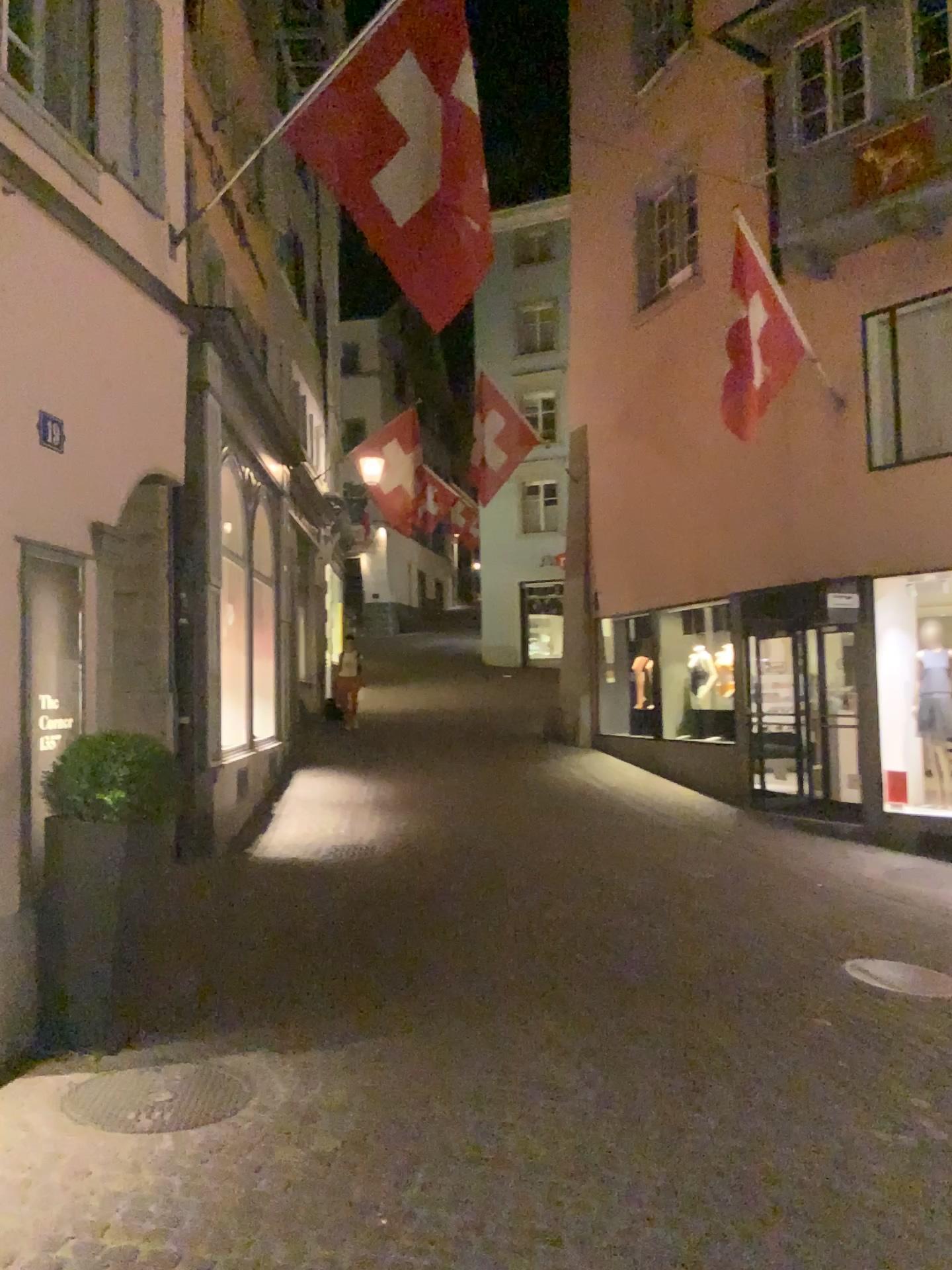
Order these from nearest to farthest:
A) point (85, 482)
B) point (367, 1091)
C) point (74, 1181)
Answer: point (74, 1181), point (367, 1091), point (85, 482)

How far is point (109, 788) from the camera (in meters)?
4.42

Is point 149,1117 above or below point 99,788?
below

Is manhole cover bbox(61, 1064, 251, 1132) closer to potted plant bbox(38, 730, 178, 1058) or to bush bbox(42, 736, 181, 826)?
potted plant bbox(38, 730, 178, 1058)

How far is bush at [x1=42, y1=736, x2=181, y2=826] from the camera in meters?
4.4

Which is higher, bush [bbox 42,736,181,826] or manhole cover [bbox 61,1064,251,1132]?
bush [bbox 42,736,181,826]

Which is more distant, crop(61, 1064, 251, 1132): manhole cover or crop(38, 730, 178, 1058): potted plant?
crop(38, 730, 178, 1058): potted plant

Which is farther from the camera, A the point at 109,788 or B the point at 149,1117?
A the point at 109,788

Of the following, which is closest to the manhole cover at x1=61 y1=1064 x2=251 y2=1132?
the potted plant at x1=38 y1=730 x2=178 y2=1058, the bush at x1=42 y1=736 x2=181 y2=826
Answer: the potted plant at x1=38 y1=730 x2=178 y2=1058
